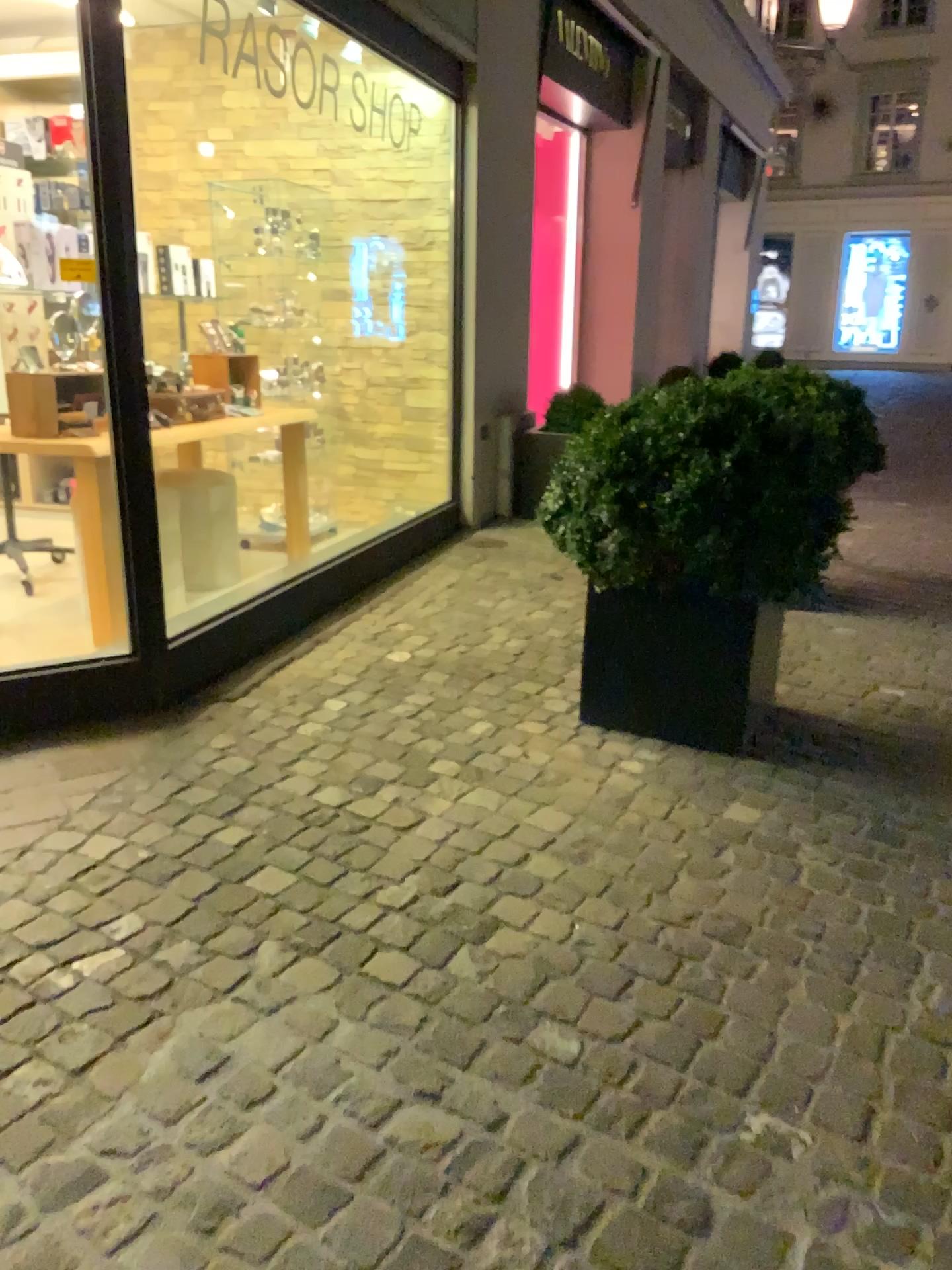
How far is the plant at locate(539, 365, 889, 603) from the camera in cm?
273

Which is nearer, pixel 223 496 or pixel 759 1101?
pixel 759 1101

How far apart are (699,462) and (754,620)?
0.5 meters

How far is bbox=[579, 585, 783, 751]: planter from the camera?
2.9m

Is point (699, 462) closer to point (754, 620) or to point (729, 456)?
point (729, 456)

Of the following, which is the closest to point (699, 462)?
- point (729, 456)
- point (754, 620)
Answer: point (729, 456)

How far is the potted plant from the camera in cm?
274
